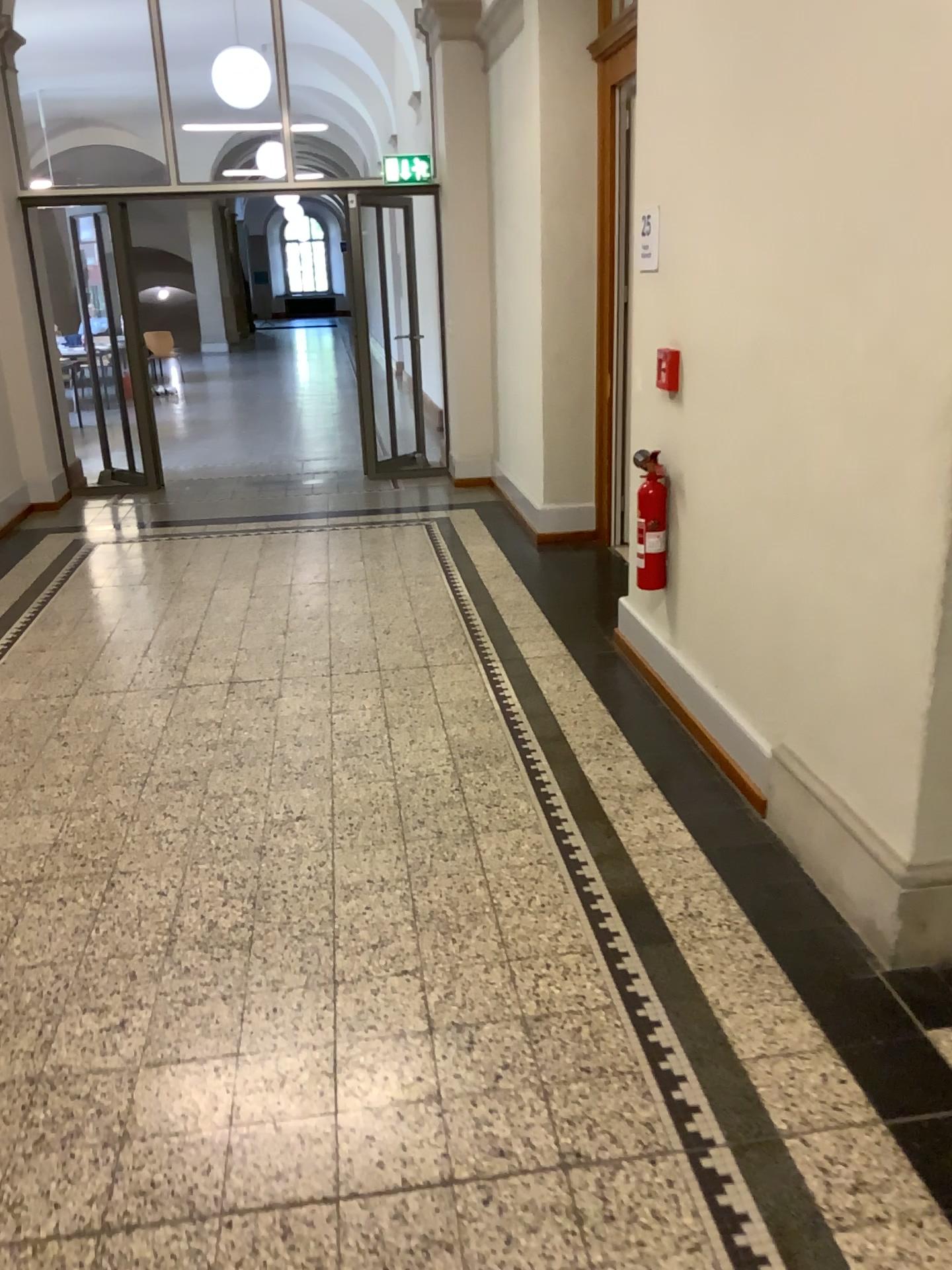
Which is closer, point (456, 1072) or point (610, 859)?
point (456, 1072)

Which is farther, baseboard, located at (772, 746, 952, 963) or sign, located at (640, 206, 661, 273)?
sign, located at (640, 206, 661, 273)

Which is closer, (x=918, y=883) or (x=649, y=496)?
(x=918, y=883)

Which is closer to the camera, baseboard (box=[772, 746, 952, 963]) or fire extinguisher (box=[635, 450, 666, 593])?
baseboard (box=[772, 746, 952, 963])

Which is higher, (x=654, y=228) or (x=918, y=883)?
(x=654, y=228)

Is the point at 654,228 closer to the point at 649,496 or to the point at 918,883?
the point at 649,496

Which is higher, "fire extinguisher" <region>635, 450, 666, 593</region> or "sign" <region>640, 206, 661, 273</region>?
"sign" <region>640, 206, 661, 273</region>

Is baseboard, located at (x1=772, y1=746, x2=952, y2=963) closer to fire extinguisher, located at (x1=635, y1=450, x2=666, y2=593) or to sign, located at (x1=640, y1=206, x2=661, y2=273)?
A: fire extinguisher, located at (x1=635, y1=450, x2=666, y2=593)

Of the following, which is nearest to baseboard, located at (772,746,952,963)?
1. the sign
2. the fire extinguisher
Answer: the fire extinguisher

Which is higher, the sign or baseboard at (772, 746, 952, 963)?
the sign
